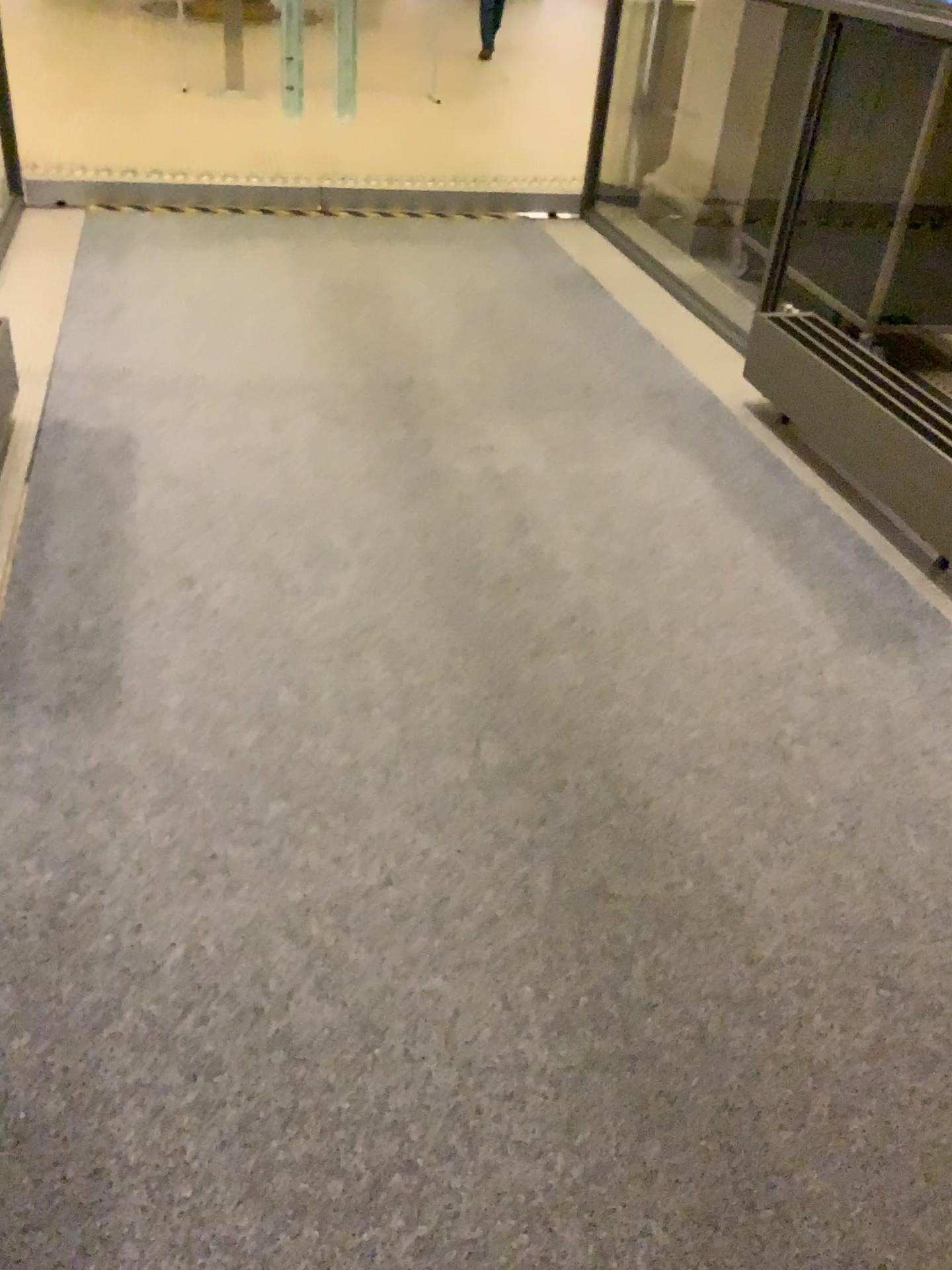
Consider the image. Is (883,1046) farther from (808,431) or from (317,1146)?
(808,431)
